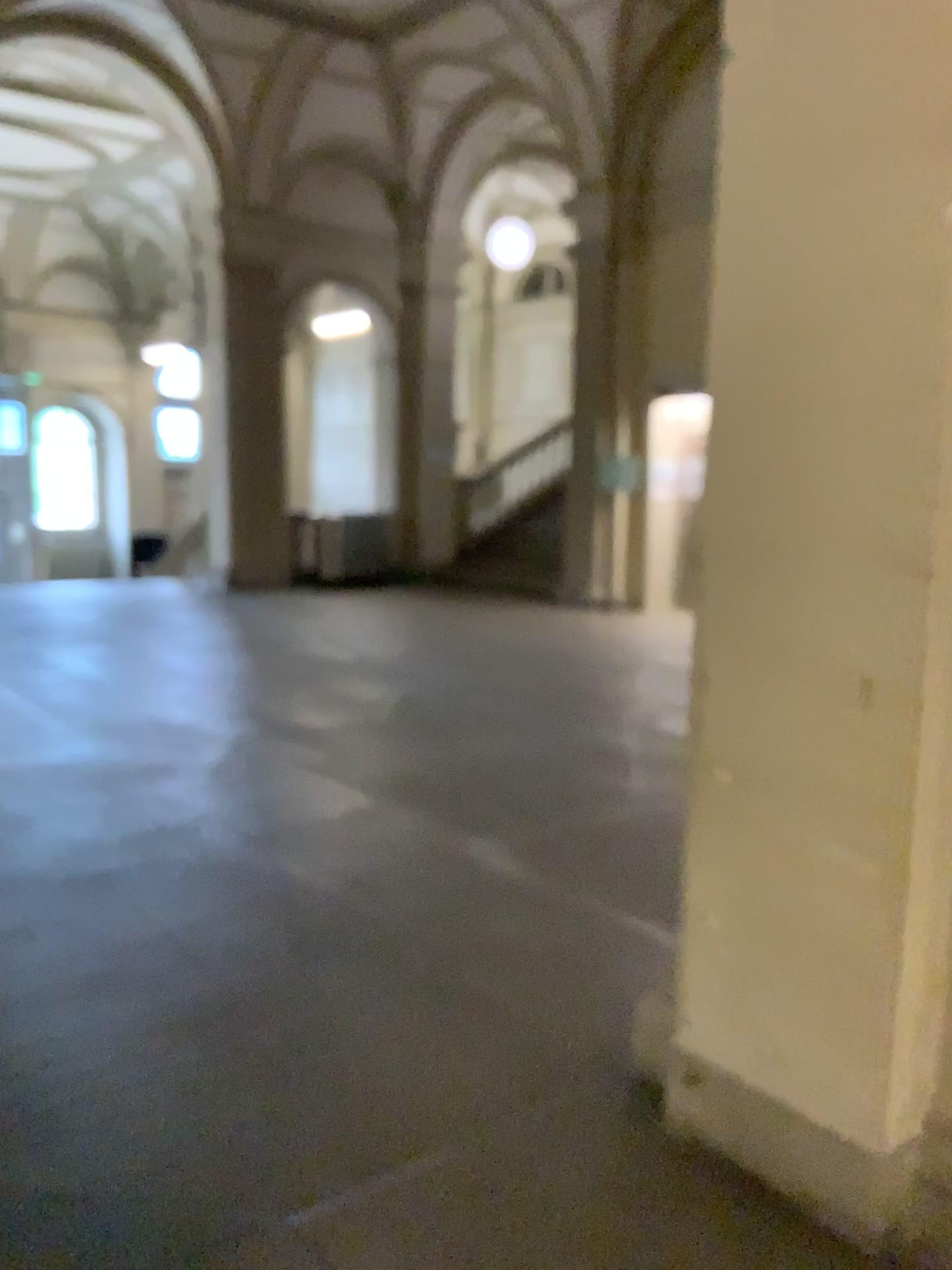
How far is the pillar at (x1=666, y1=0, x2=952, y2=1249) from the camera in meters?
2.0 m

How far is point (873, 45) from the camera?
2.0m

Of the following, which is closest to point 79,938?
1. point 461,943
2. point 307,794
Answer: point 461,943
